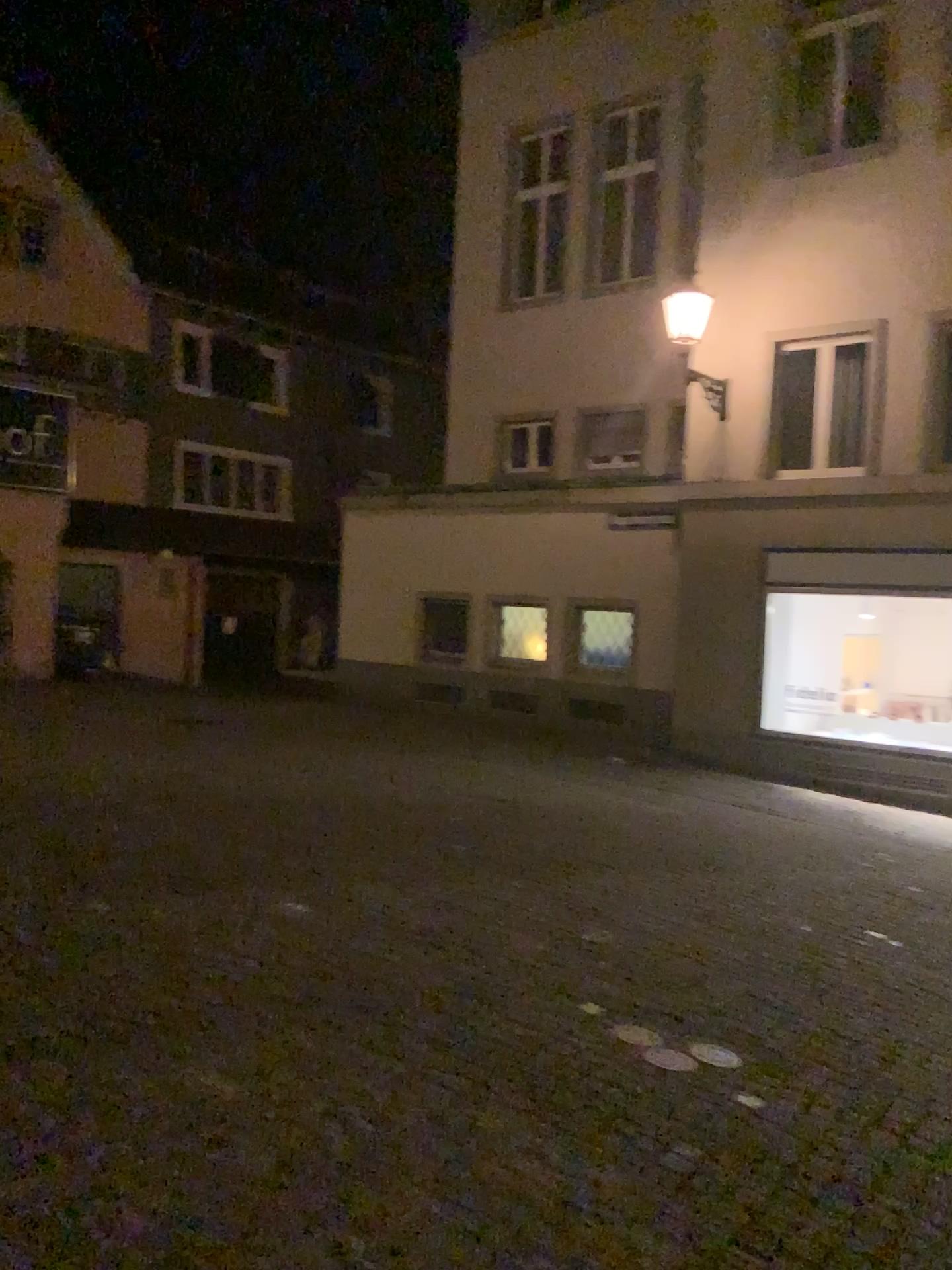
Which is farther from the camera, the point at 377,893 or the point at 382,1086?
the point at 377,893
